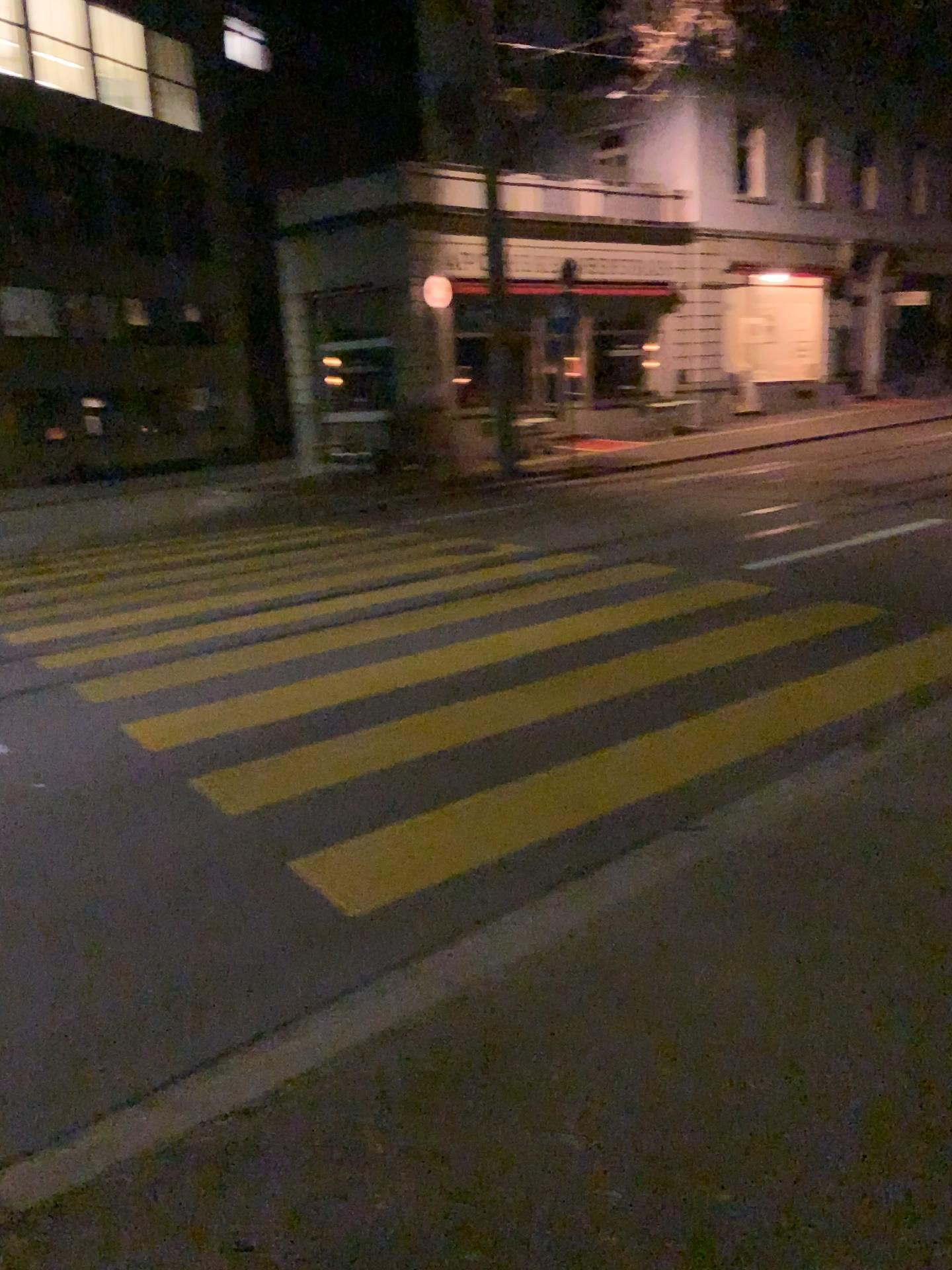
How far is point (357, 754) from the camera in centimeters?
497cm
